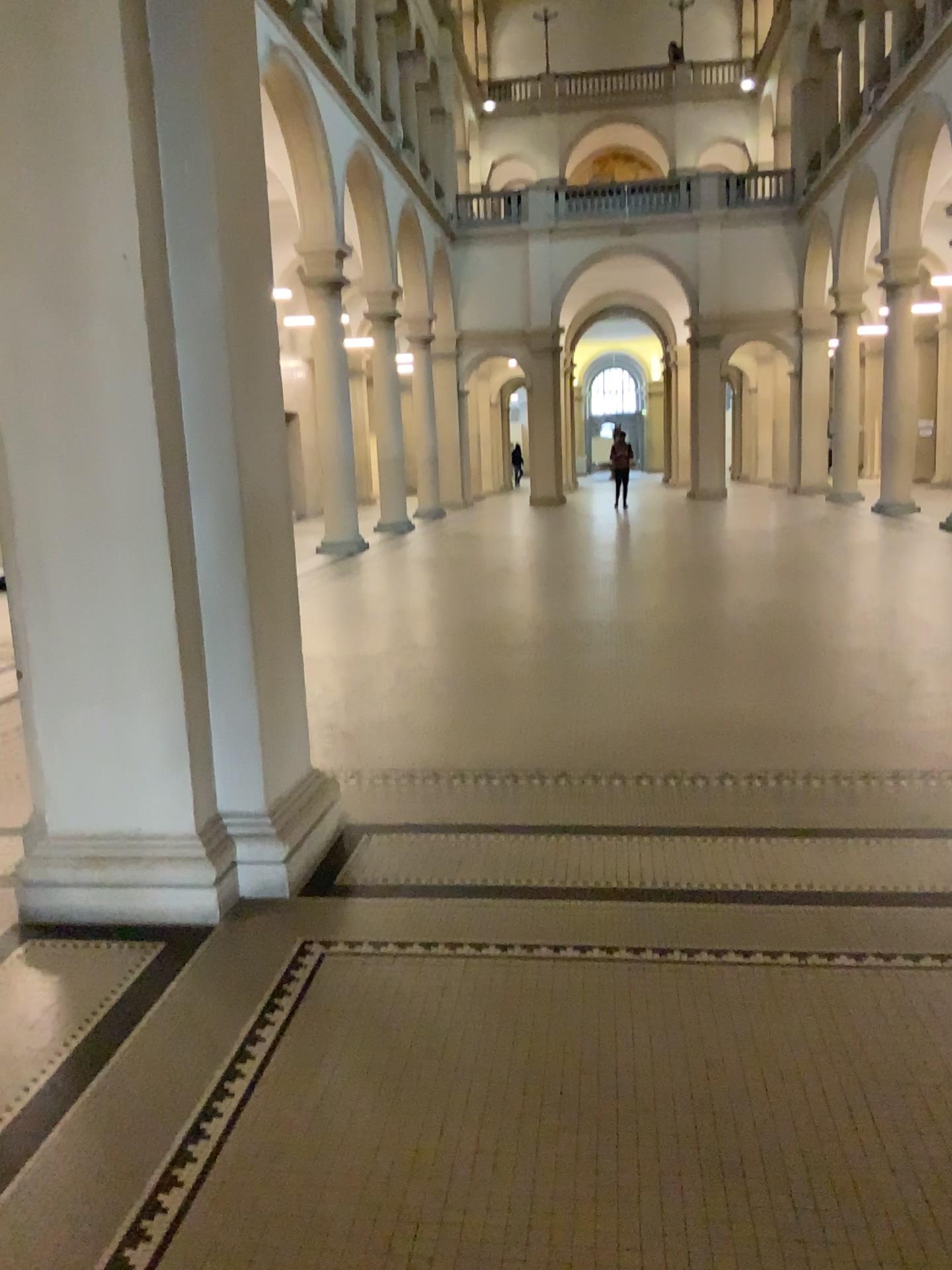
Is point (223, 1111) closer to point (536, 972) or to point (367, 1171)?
point (367, 1171)
